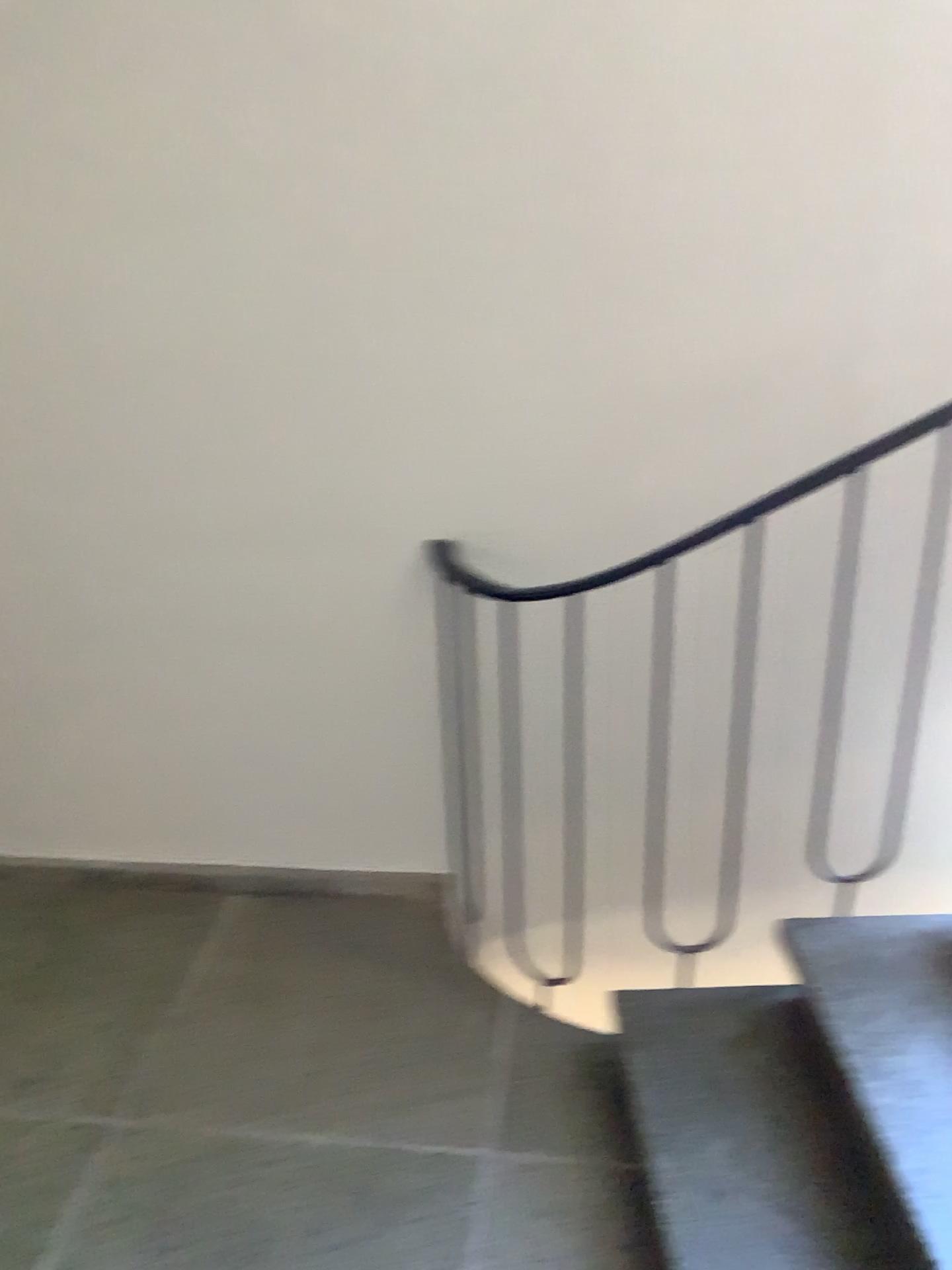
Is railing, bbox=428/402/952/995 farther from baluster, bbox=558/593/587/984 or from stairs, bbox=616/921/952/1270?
stairs, bbox=616/921/952/1270

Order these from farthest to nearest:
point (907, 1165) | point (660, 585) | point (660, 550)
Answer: point (660, 585), point (660, 550), point (907, 1165)

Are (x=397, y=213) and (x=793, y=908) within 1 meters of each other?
no

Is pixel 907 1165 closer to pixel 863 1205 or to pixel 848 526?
pixel 863 1205

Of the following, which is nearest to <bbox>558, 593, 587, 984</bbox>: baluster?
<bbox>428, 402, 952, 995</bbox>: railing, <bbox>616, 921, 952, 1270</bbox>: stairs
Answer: <bbox>428, 402, 952, 995</bbox>: railing

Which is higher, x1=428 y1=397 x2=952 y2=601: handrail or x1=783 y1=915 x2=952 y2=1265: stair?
x1=428 y1=397 x2=952 y2=601: handrail

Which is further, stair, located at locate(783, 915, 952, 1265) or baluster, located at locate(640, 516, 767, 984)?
baluster, located at locate(640, 516, 767, 984)

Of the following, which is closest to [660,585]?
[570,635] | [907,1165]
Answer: [570,635]

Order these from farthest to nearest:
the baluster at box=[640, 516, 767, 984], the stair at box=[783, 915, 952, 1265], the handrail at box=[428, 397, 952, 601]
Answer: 1. the baluster at box=[640, 516, 767, 984]
2. the handrail at box=[428, 397, 952, 601]
3. the stair at box=[783, 915, 952, 1265]

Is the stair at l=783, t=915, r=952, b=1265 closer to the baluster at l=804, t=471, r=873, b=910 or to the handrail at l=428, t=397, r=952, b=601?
the baluster at l=804, t=471, r=873, b=910
